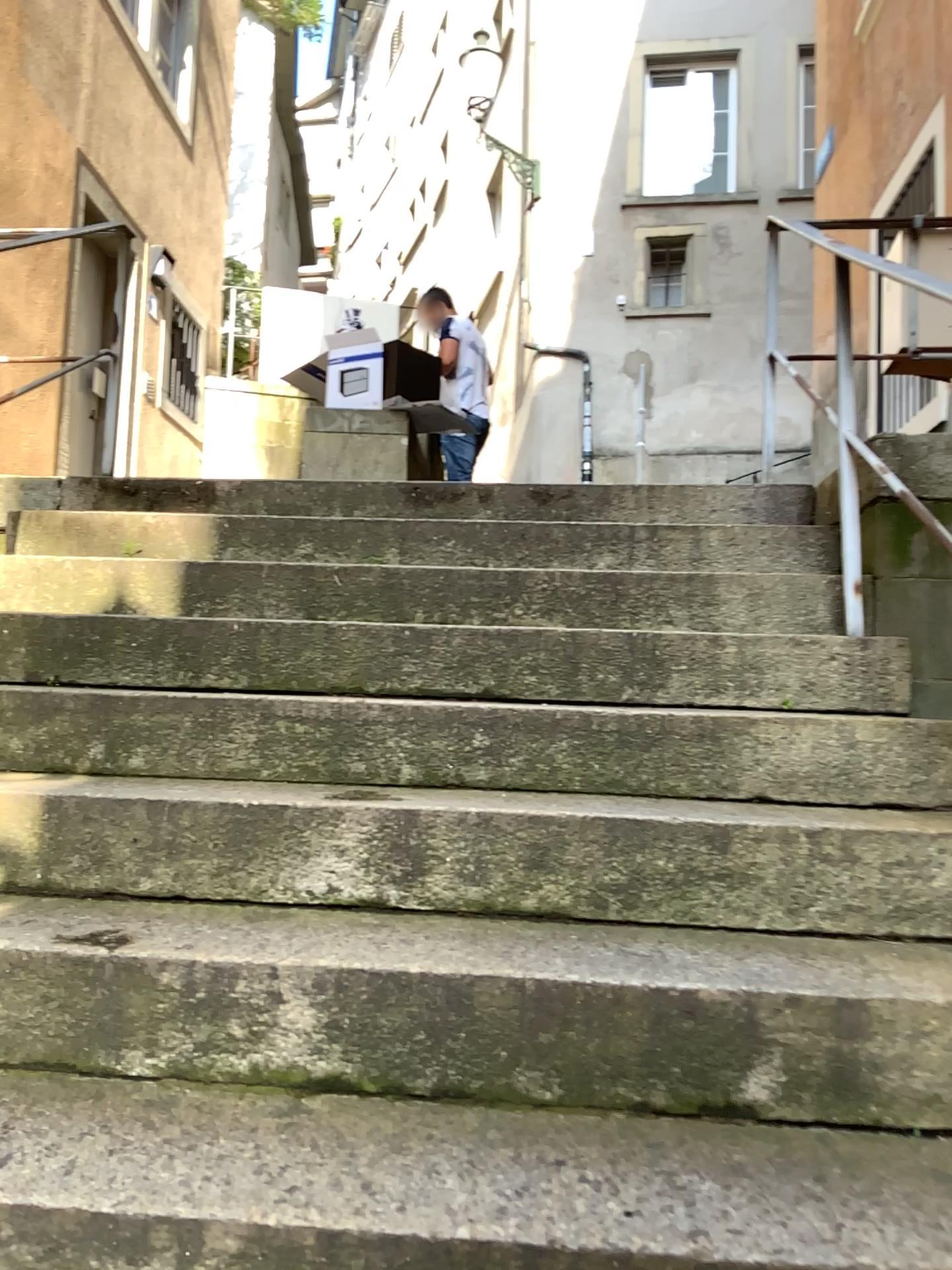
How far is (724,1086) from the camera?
1.3m
